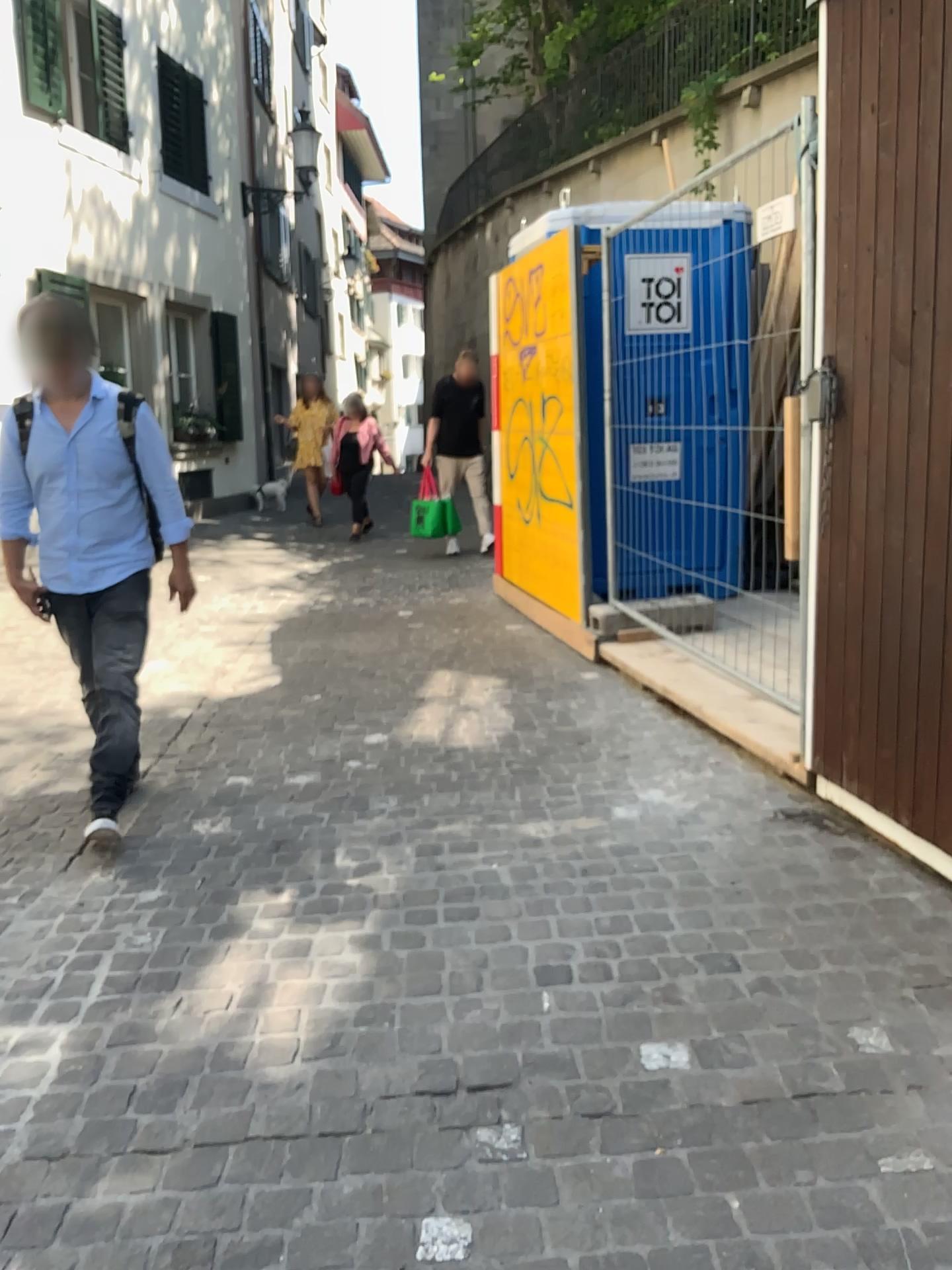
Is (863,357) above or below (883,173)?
below

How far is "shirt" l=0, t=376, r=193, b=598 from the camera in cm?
339

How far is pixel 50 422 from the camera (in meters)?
3.39
